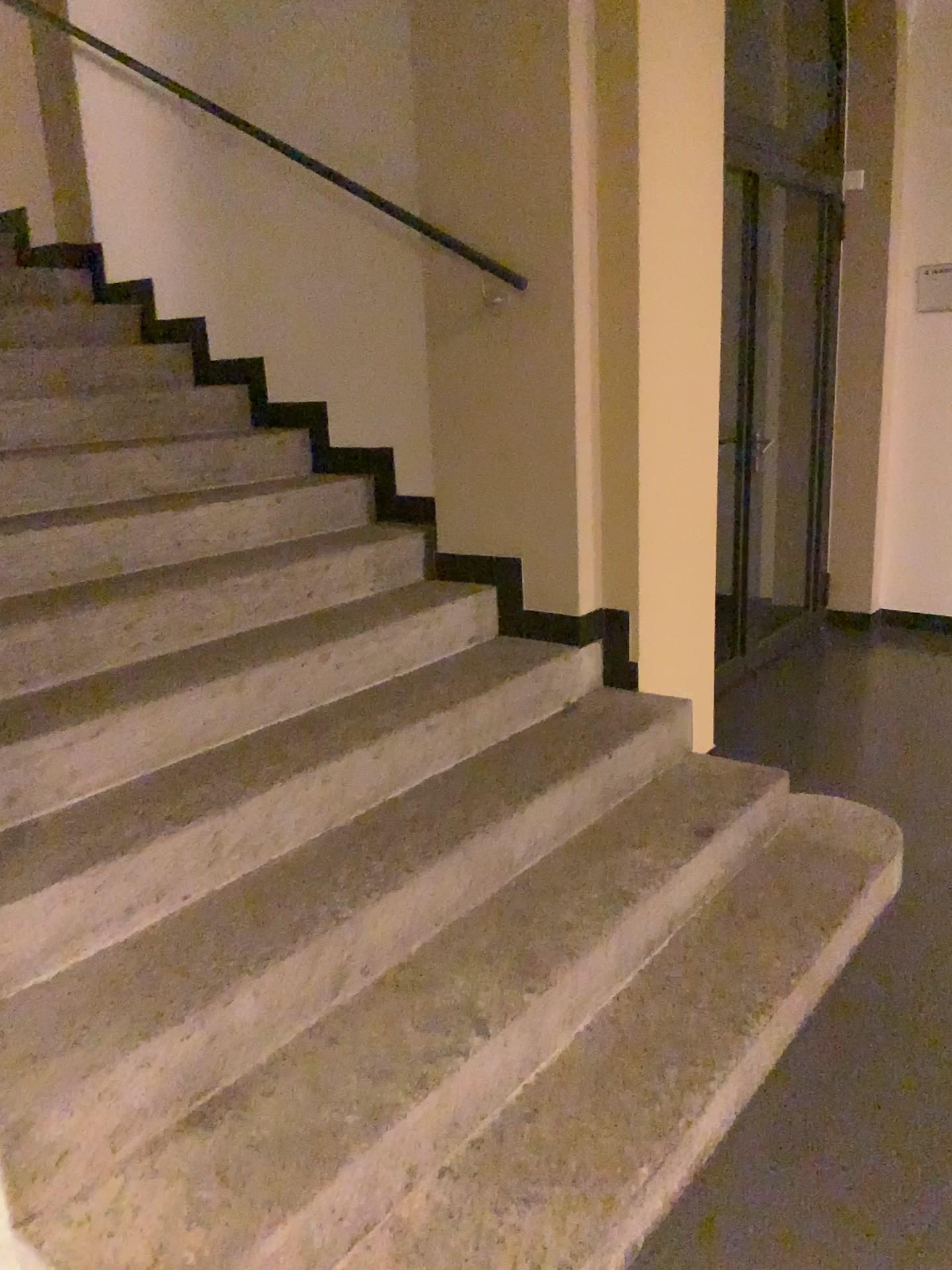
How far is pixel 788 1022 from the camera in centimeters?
216cm
